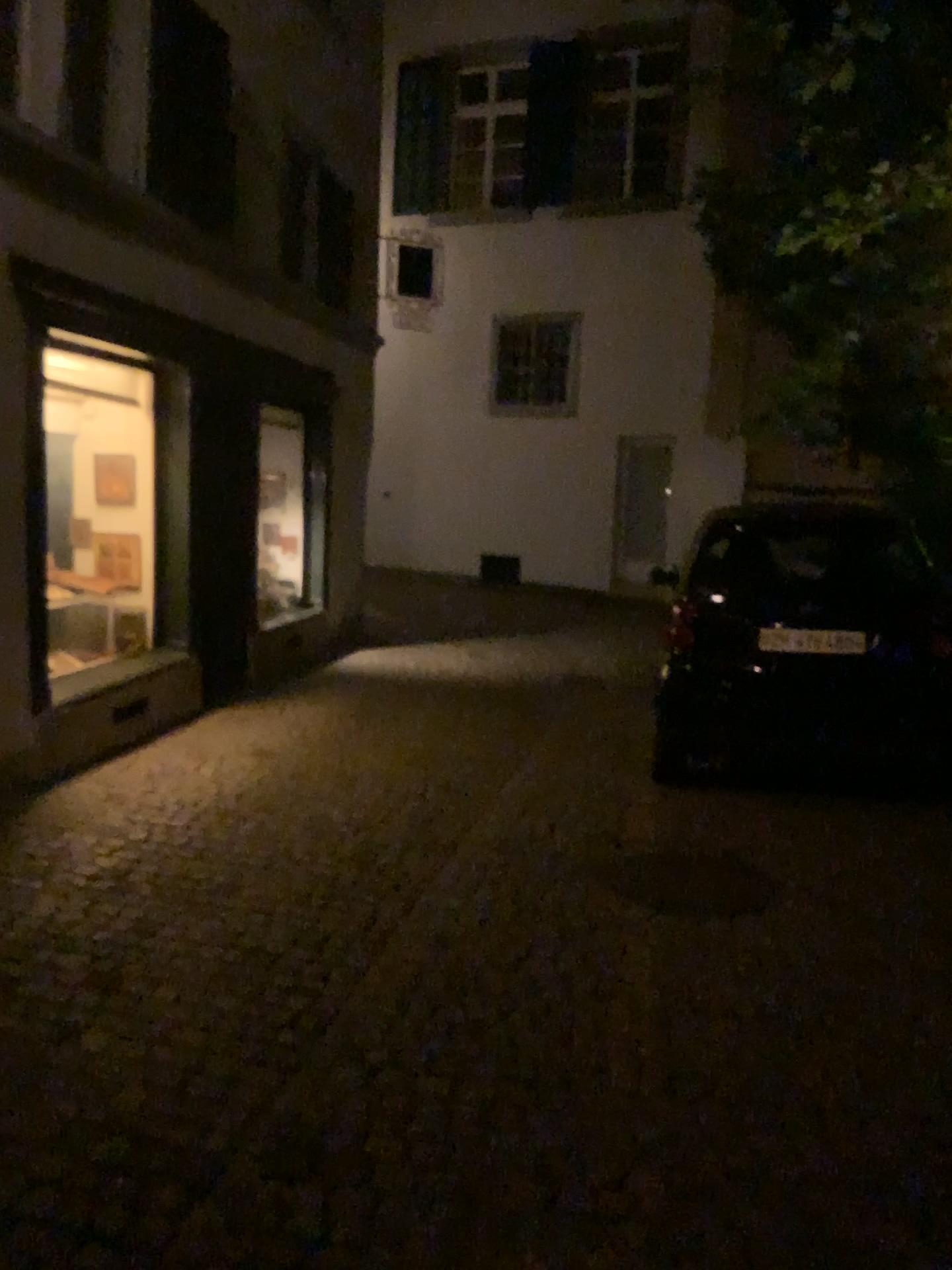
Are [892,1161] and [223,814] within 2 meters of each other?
no
